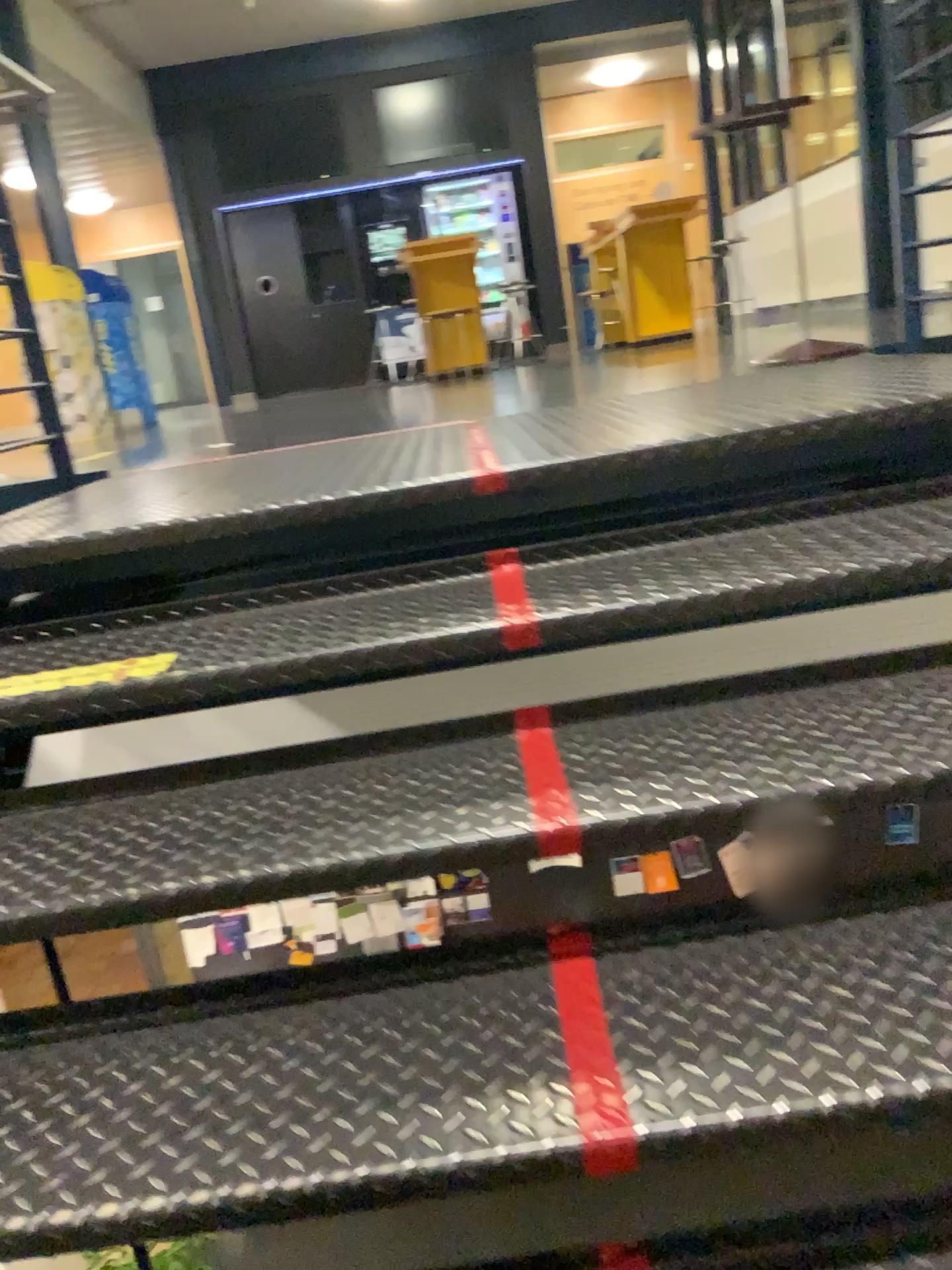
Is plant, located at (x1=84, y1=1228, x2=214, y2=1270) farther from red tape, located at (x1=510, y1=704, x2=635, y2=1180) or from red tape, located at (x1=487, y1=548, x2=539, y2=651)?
red tape, located at (x1=487, y1=548, x2=539, y2=651)

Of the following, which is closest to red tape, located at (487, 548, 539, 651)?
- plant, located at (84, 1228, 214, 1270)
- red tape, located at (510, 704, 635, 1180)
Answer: red tape, located at (510, 704, 635, 1180)

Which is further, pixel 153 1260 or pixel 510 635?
pixel 510 635

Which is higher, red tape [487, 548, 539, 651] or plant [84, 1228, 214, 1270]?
red tape [487, 548, 539, 651]

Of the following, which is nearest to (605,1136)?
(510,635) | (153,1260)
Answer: (153,1260)

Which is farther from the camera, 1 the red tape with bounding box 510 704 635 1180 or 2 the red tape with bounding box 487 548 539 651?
2 the red tape with bounding box 487 548 539 651

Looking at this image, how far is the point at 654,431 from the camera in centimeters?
192cm

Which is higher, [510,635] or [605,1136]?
[510,635]
